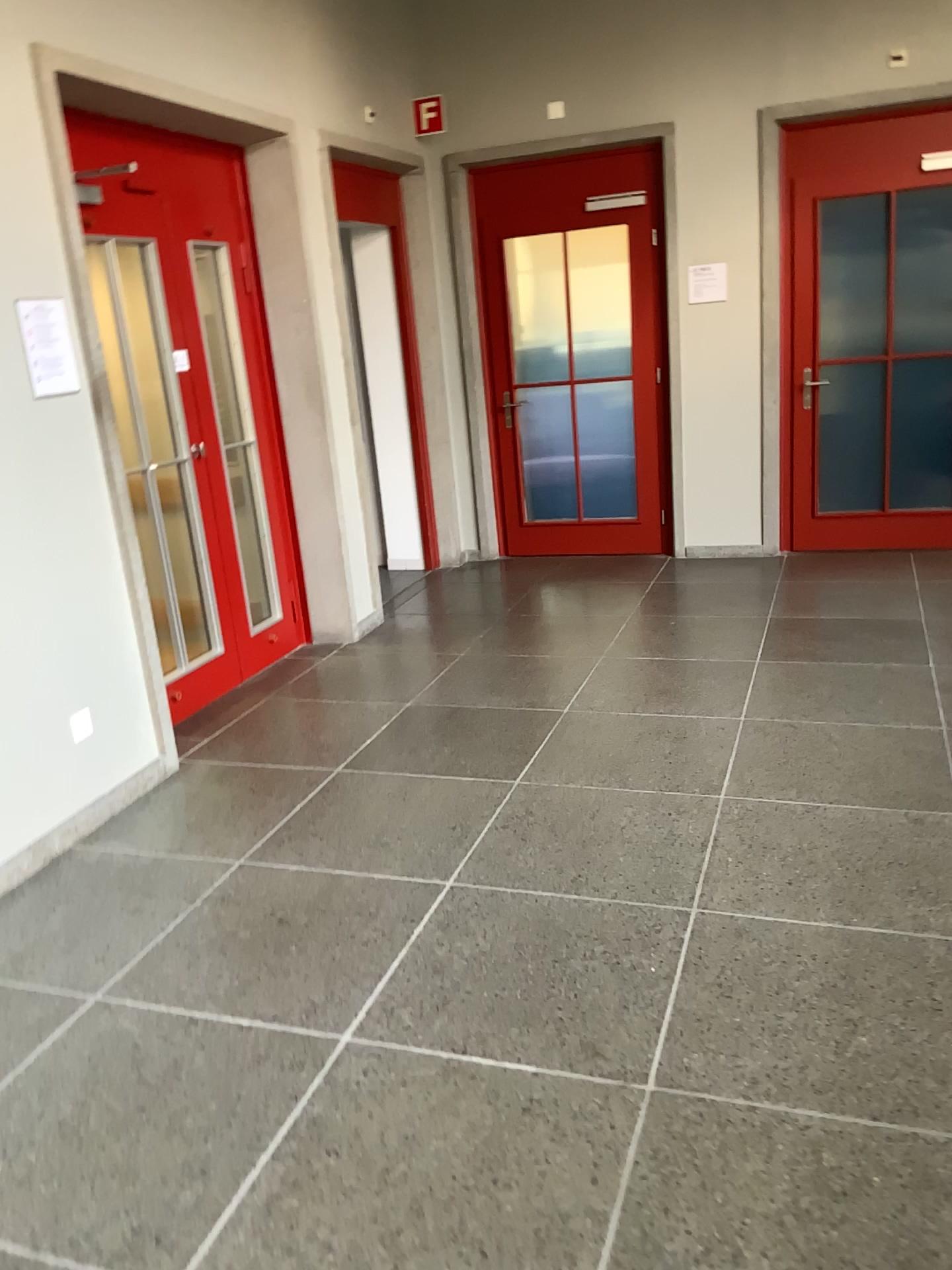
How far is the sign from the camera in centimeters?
330cm

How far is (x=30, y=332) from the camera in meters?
3.3

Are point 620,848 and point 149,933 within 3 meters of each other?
yes
